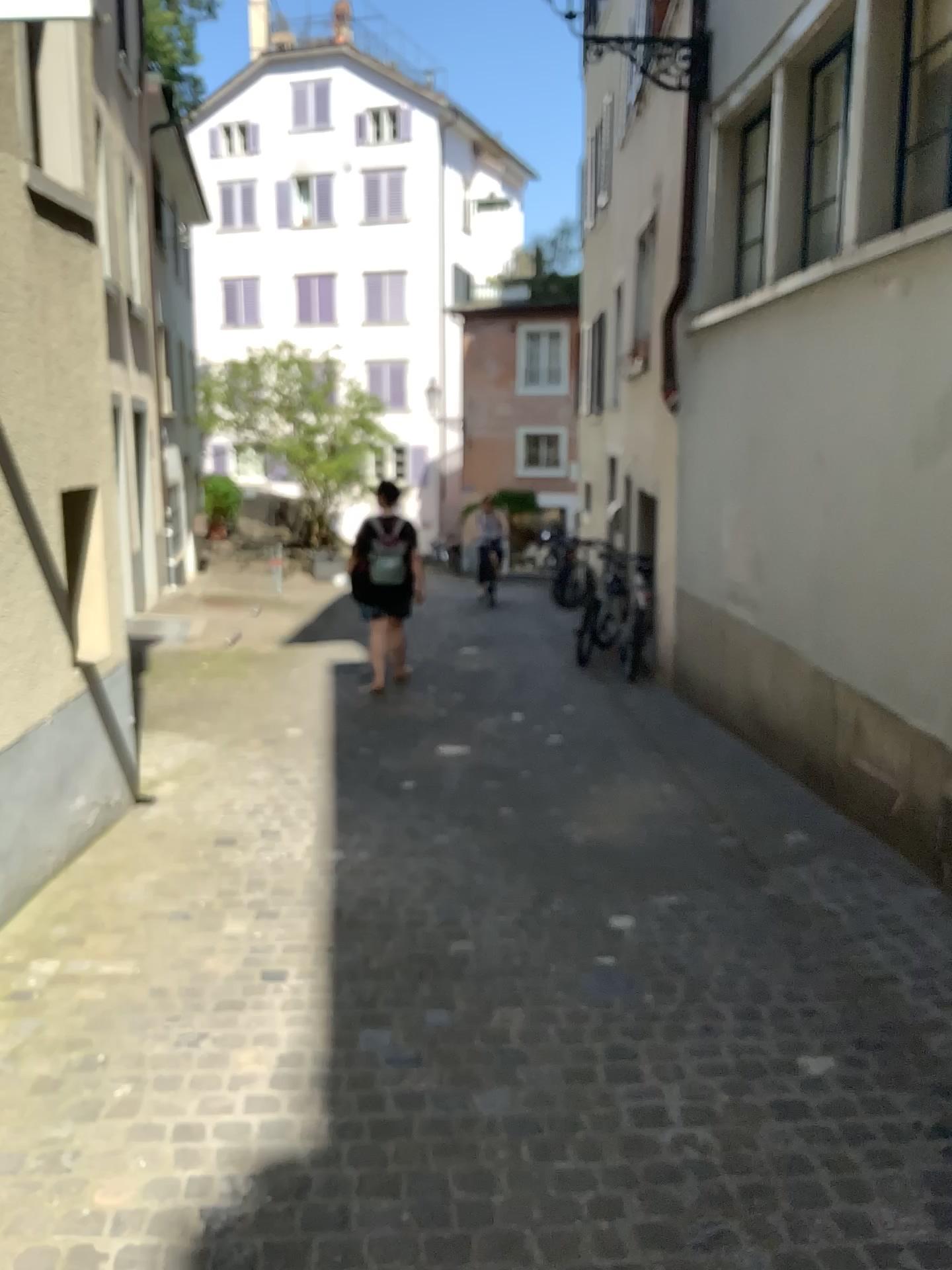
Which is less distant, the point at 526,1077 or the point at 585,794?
the point at 526,1077
